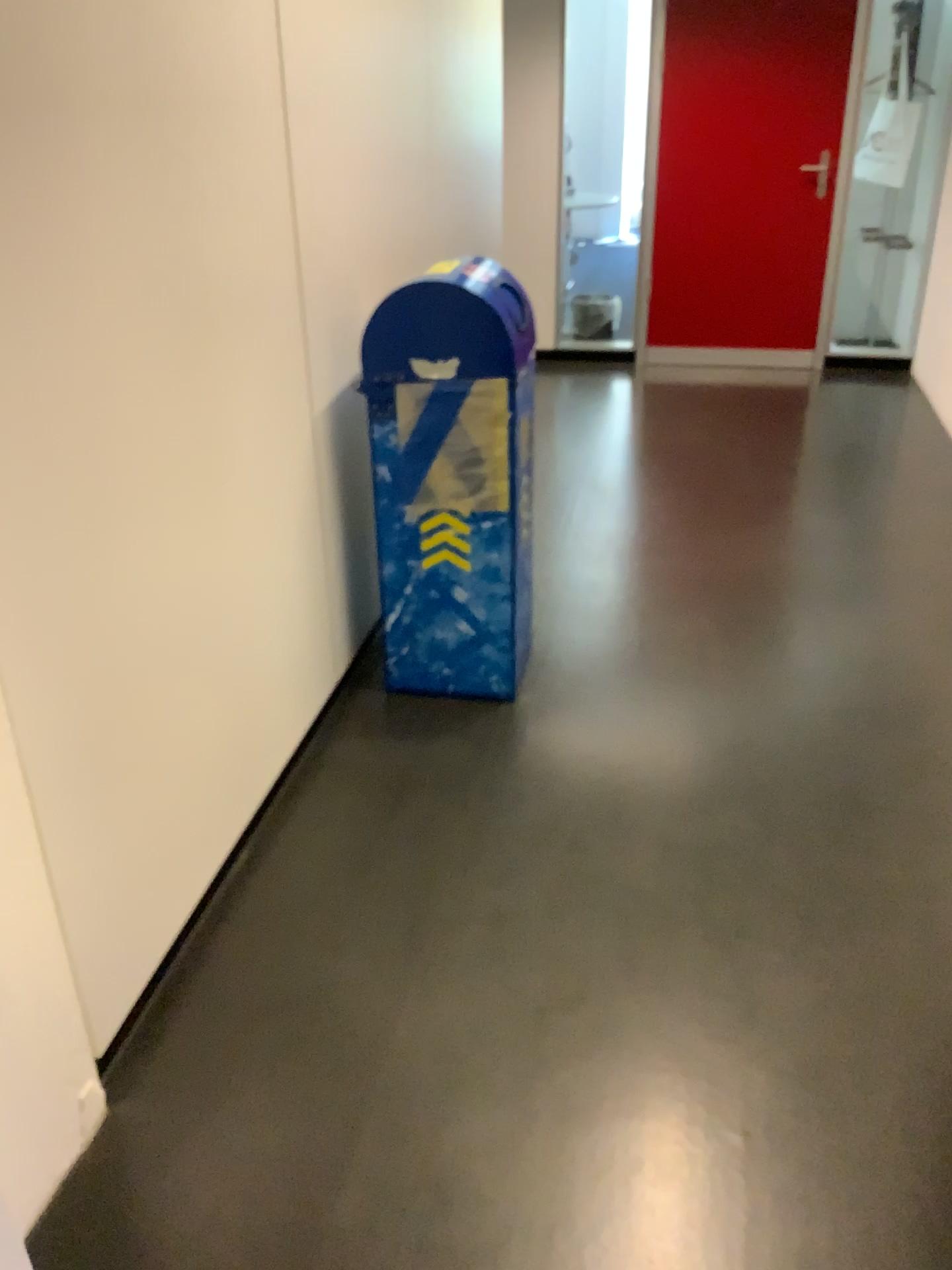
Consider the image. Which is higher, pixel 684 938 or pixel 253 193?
pixel 253 193
